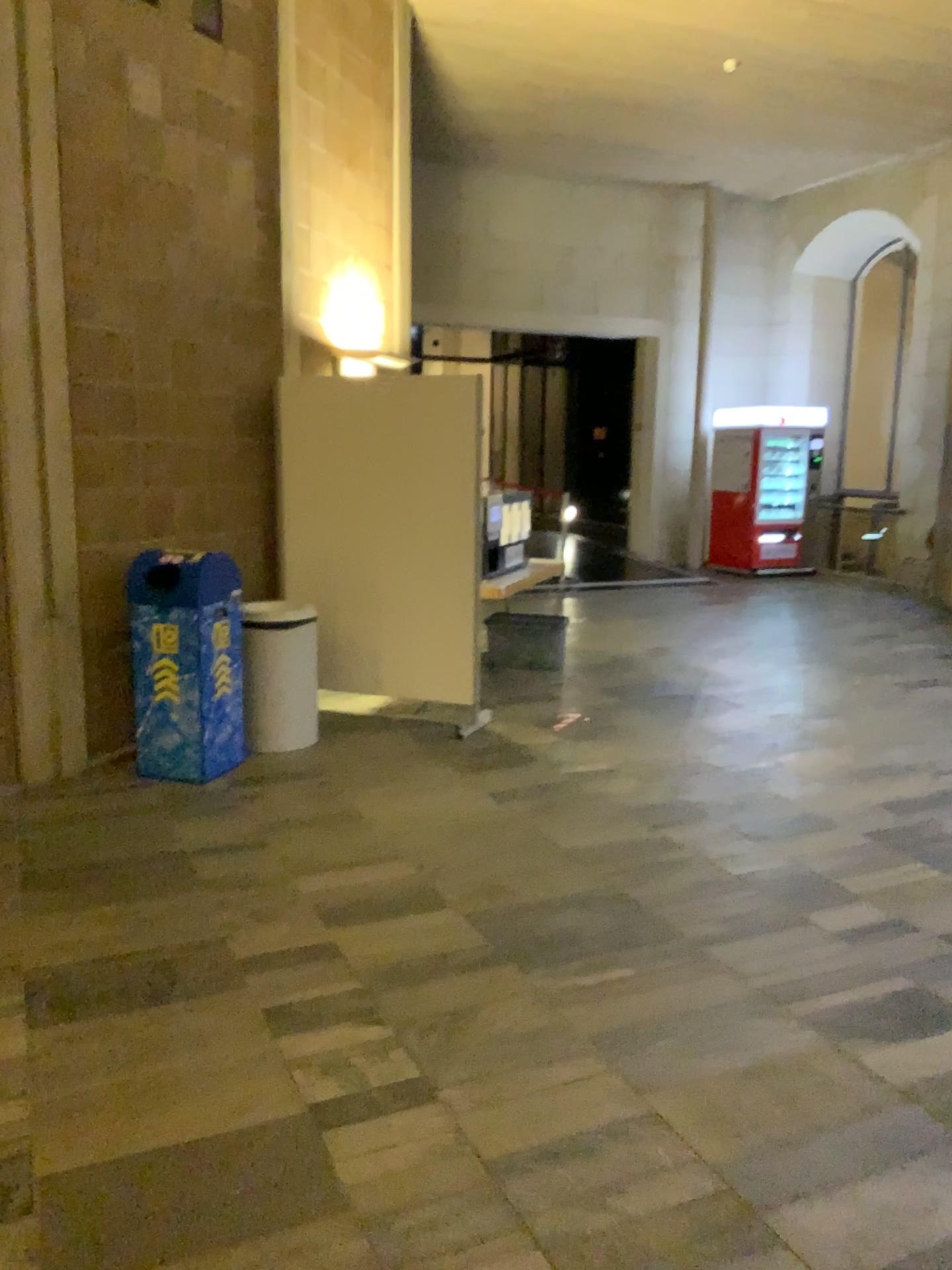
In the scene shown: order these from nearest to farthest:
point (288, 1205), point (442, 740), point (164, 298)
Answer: point (288, 1205) → point (164, 298) → point (442, 740)

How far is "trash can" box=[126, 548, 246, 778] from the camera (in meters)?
4.82

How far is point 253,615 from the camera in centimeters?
499cm

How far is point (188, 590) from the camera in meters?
4.8 m

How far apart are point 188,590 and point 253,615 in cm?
33

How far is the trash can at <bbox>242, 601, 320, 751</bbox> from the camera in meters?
5.0
